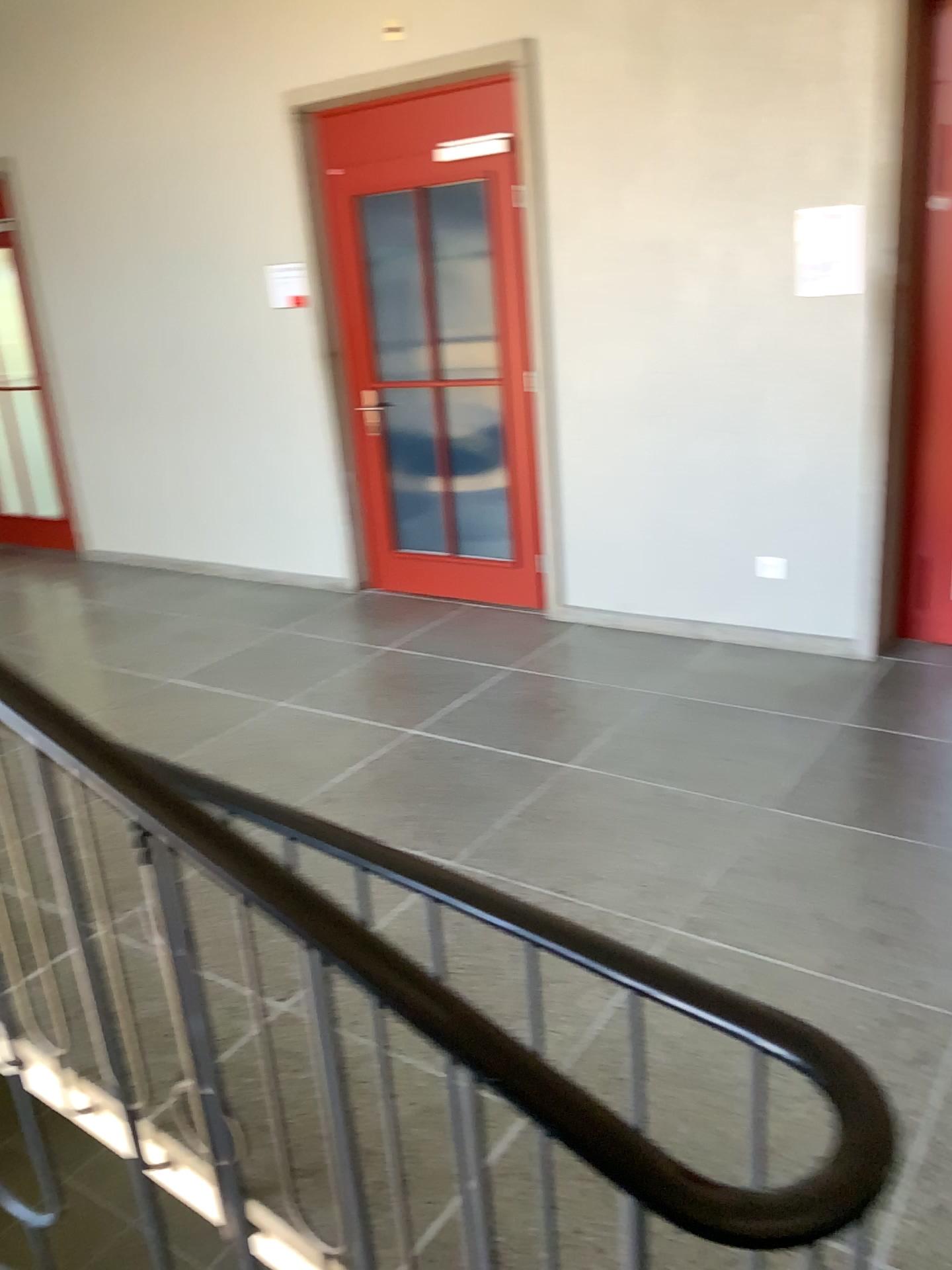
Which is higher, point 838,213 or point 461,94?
point 461,94

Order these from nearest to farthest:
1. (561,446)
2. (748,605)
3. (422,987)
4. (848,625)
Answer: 1. (422,987)
2. (848,625)
3. (748,605)
4. (561,446)

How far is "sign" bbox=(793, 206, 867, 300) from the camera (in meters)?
3.81

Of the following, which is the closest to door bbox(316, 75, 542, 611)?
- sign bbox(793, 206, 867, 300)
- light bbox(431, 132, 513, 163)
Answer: light bbox(431, 132, 513, 163)

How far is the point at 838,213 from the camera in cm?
381

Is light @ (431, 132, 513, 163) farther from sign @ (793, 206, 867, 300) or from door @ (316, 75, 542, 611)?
sign @ (793, 206, 867, 300)

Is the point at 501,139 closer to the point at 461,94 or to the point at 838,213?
the point at 461,94

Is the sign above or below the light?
below

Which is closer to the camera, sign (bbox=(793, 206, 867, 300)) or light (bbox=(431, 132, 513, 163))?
sign (bbox=(793, 206, 867, 300))
